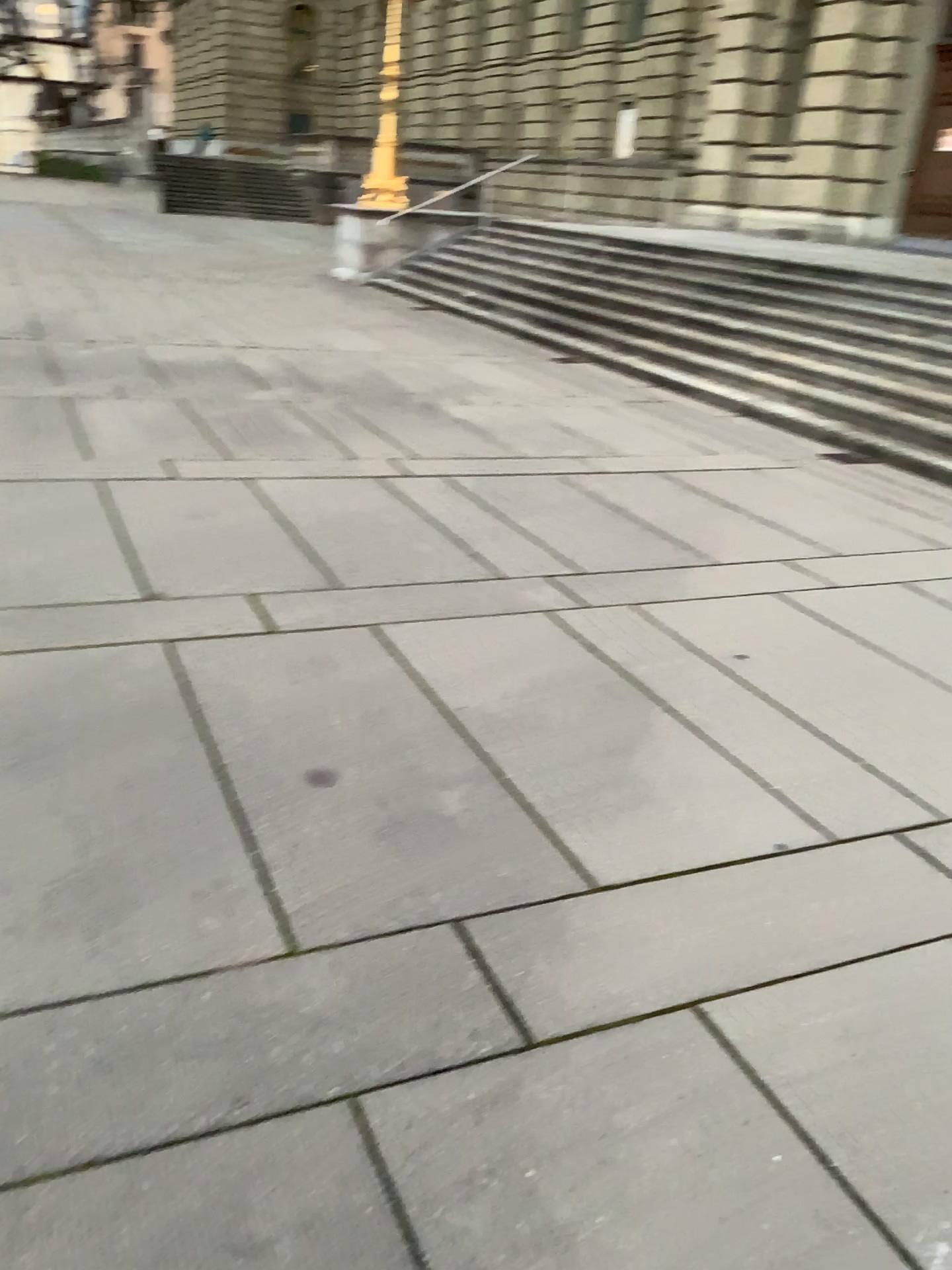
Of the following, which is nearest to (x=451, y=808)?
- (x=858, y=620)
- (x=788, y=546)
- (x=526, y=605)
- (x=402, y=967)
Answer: (x=402, y=967)
